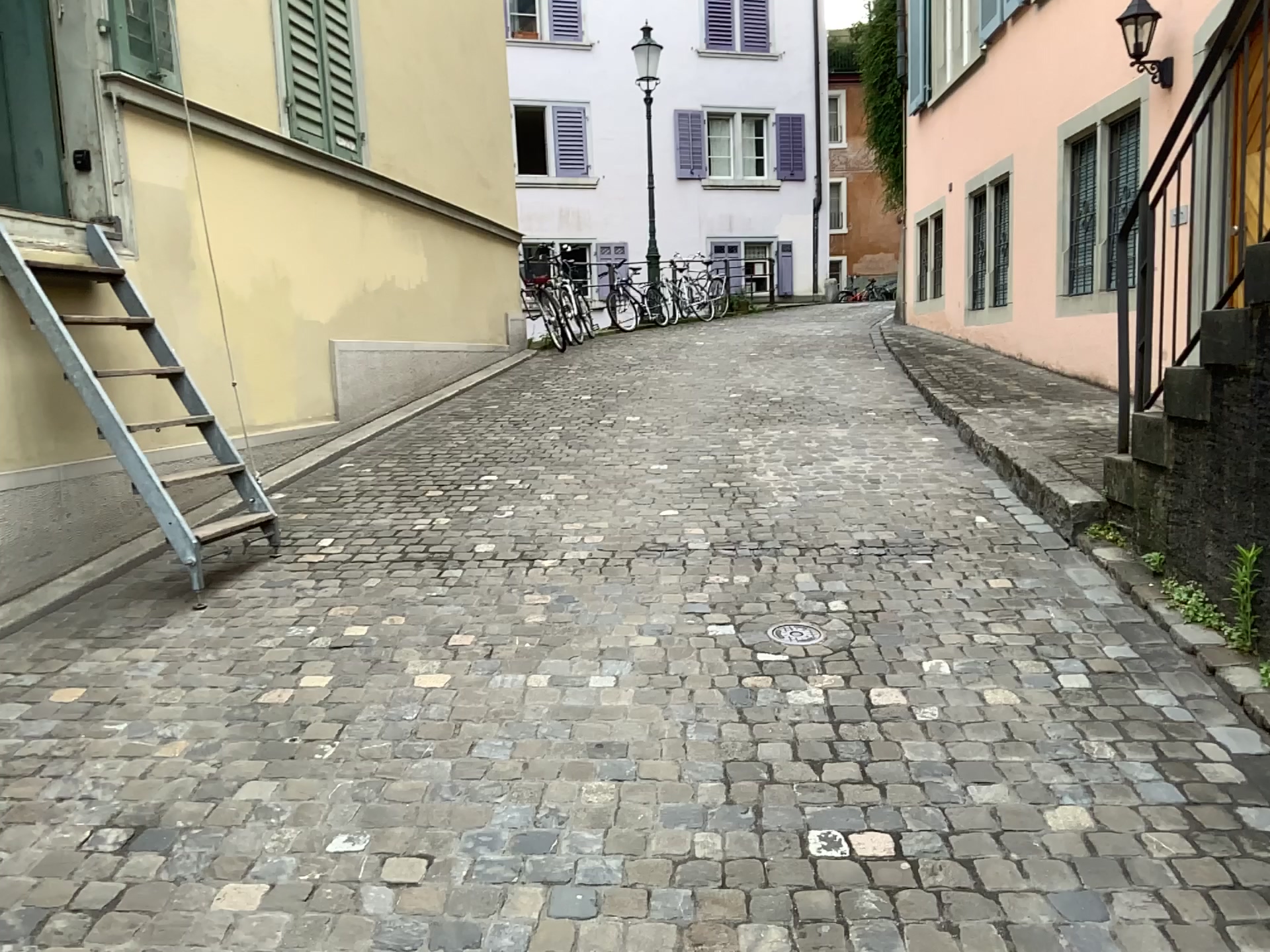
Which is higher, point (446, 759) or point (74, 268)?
point (74, 268)
